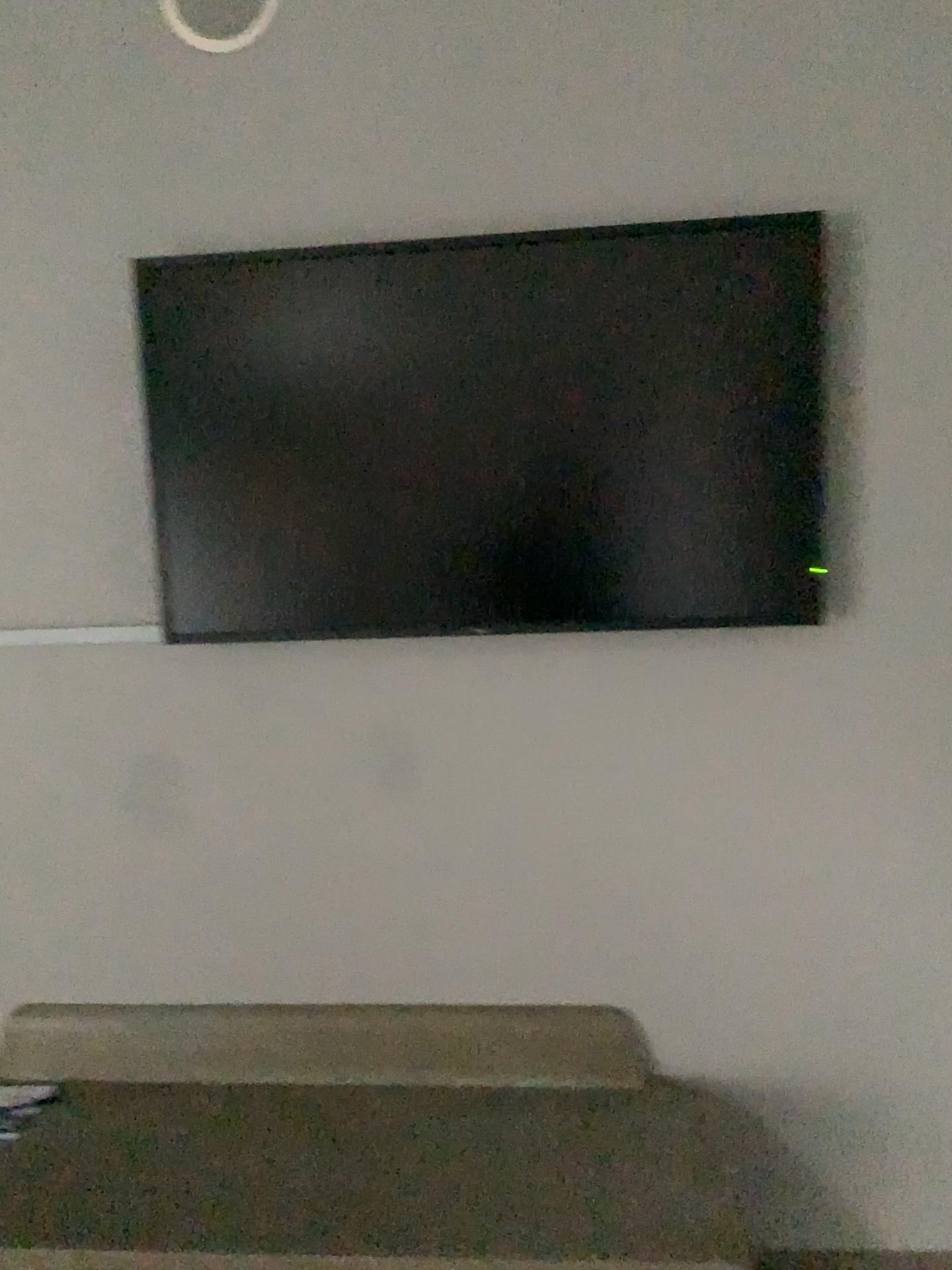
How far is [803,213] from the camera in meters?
1.9

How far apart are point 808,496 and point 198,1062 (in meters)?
1.68

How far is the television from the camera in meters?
1.9 m
